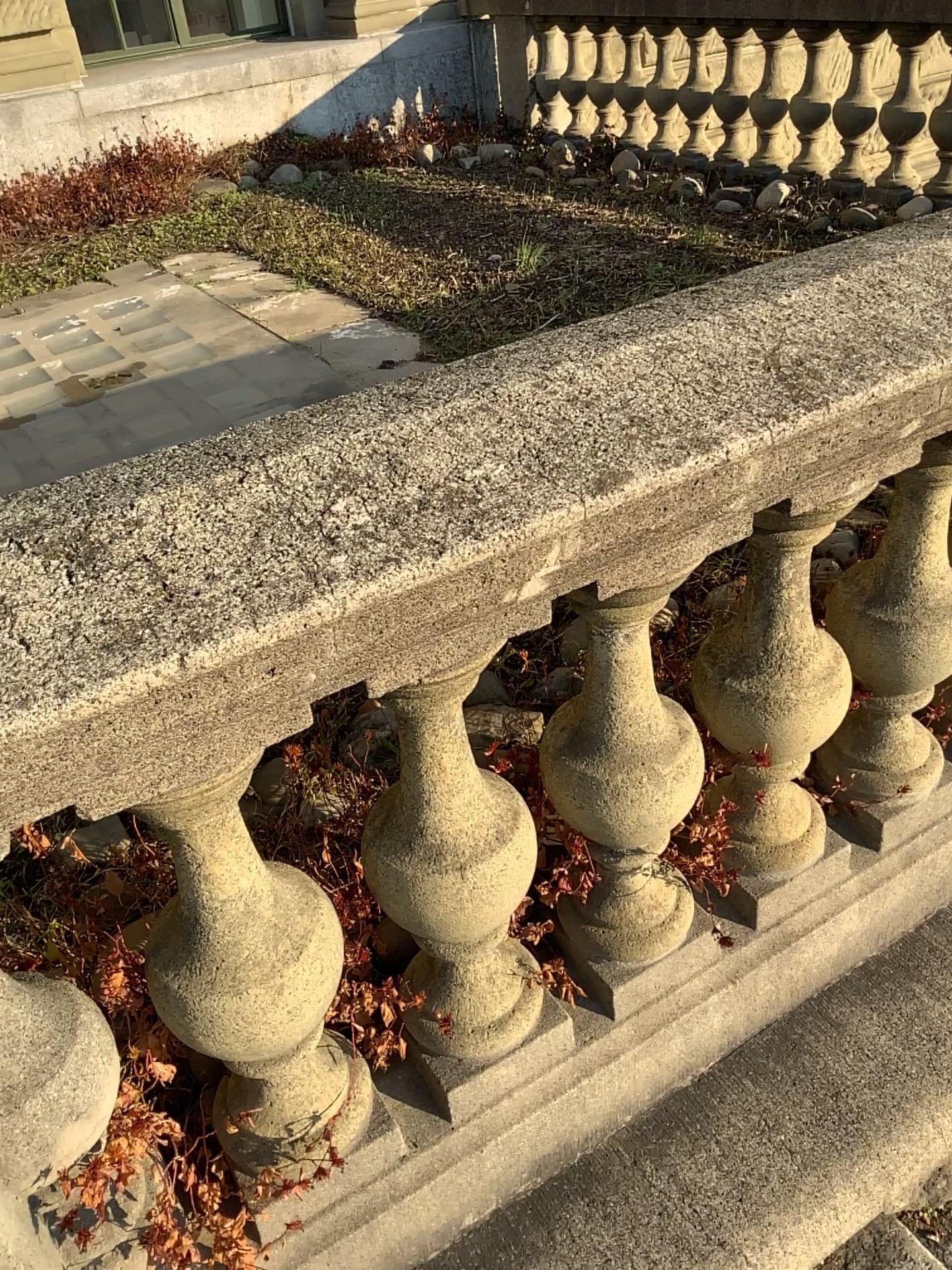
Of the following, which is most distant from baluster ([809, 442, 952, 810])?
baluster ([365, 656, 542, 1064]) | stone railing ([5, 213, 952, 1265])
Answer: baluster ([365, 656, 542, 1064])

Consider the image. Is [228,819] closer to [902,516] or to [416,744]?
[416,744]

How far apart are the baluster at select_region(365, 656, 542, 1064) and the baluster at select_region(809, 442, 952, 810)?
0.60m

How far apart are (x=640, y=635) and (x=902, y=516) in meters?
0.5 m

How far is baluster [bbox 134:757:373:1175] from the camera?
1.02m

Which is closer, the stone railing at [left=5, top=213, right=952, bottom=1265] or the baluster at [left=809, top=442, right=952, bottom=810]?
the stone railing at [left=5, top=213, right=952, bottom=1265]

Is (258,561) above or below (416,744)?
above

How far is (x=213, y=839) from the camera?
1.0 meters

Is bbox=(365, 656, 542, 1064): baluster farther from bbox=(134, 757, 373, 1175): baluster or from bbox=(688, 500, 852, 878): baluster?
bbox=(688, 500, 852, 878): baluster

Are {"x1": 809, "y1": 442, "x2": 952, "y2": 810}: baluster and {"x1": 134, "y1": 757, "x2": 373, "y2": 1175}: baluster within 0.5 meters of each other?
no
